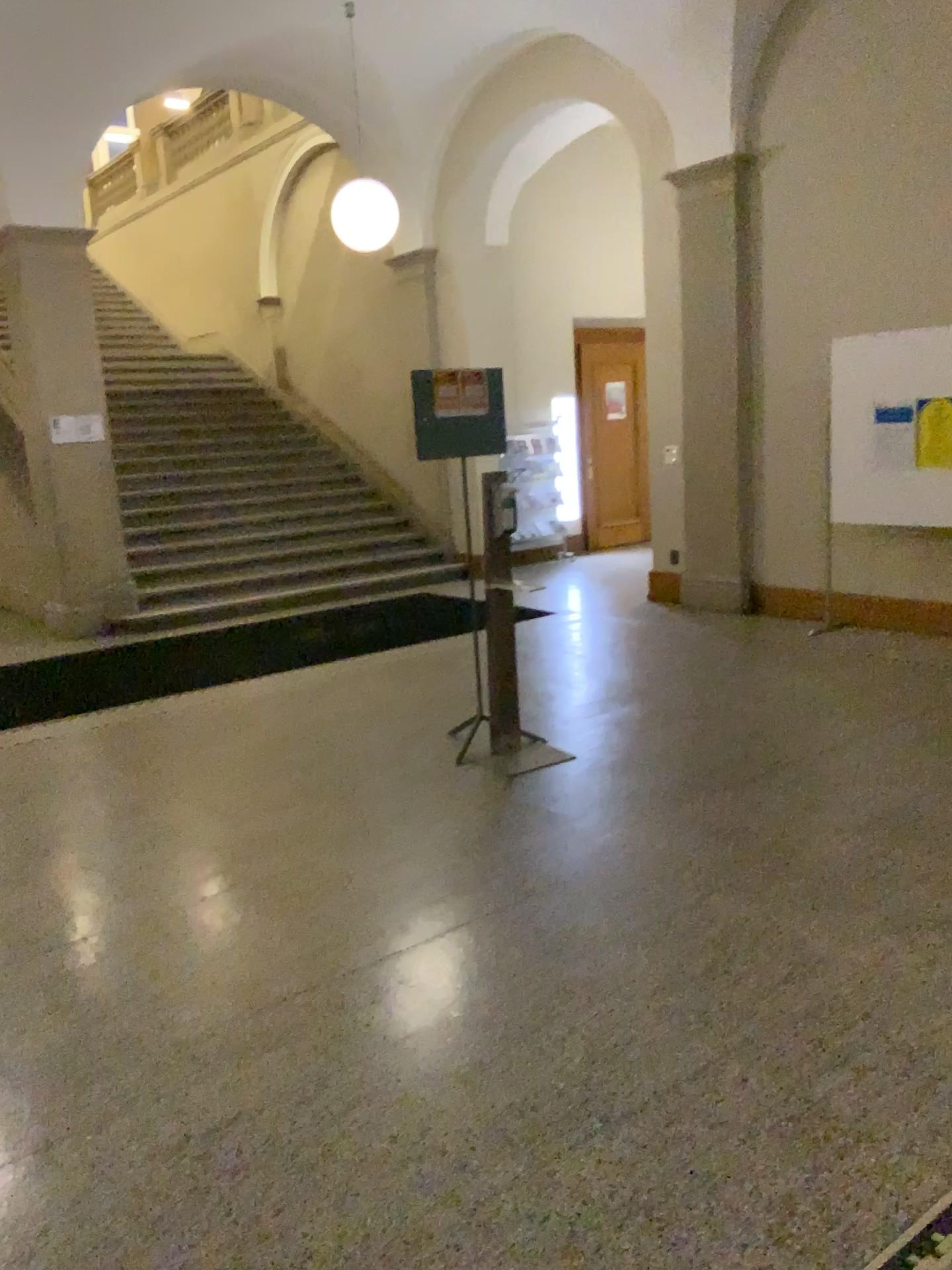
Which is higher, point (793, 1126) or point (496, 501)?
point (496, 501)
